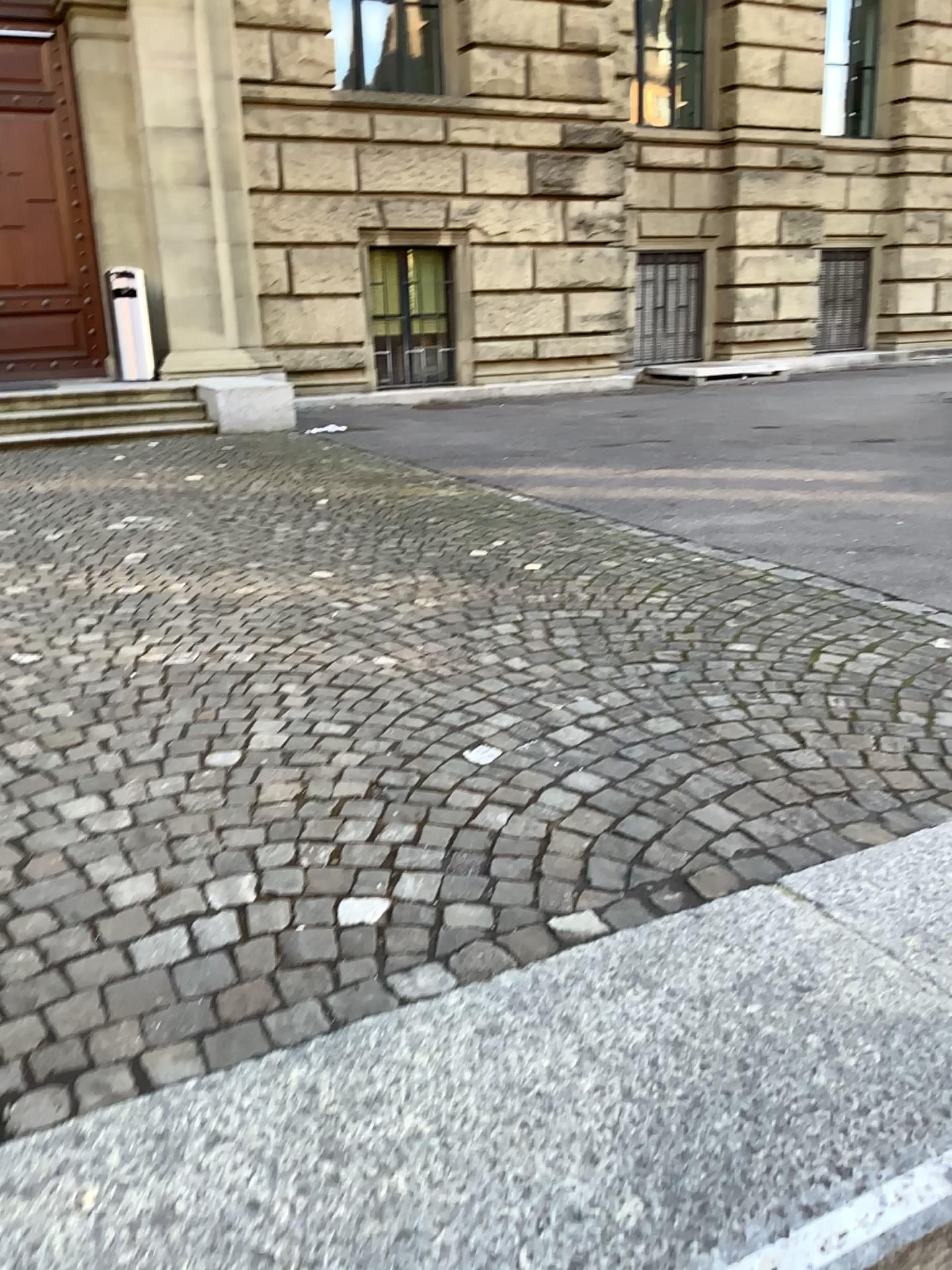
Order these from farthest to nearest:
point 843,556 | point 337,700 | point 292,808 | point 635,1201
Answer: point 843,556 → point 337,700 → point 292,808 → point 635,1201
